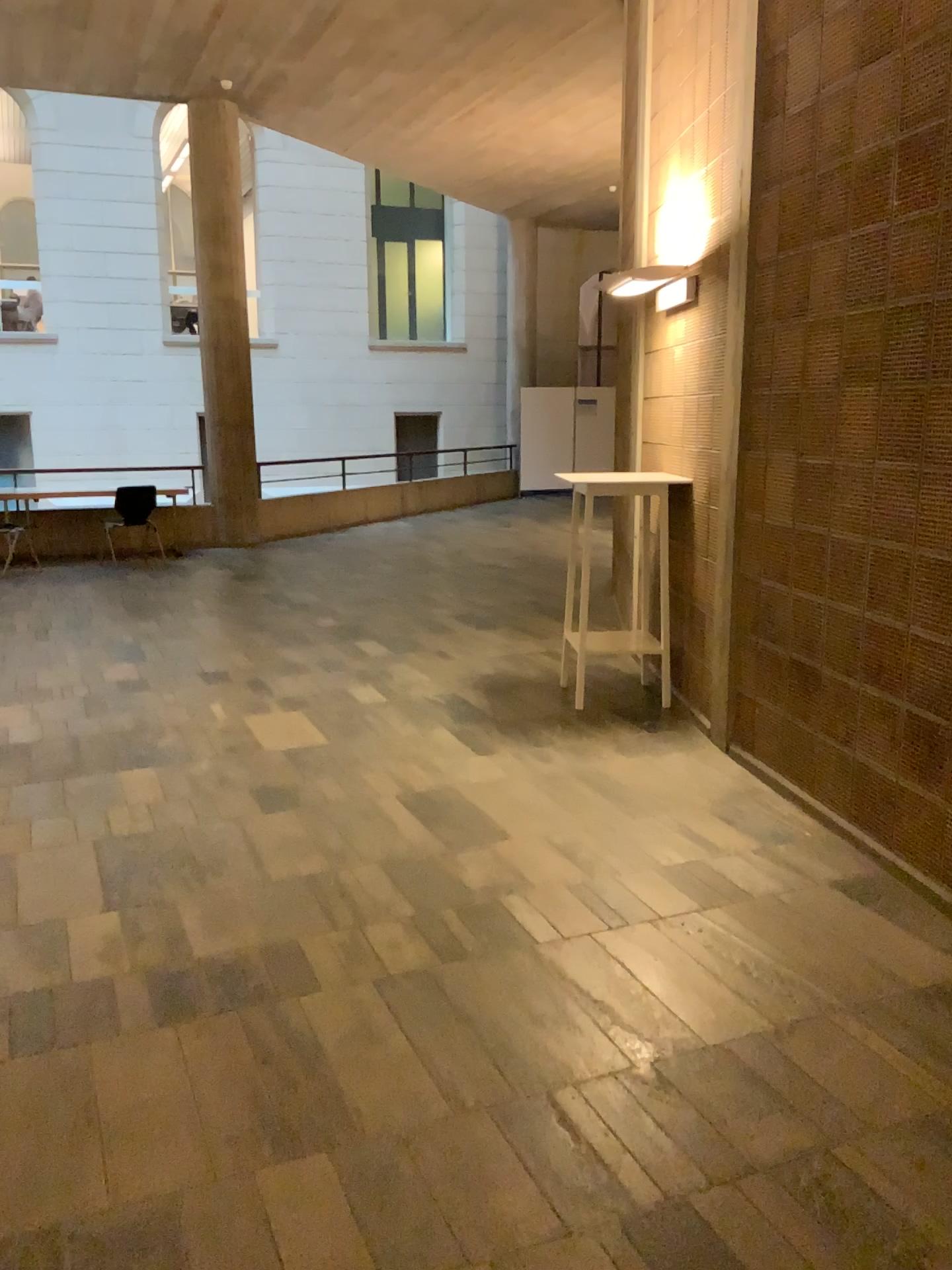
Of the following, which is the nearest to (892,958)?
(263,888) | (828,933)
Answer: (828,933)
